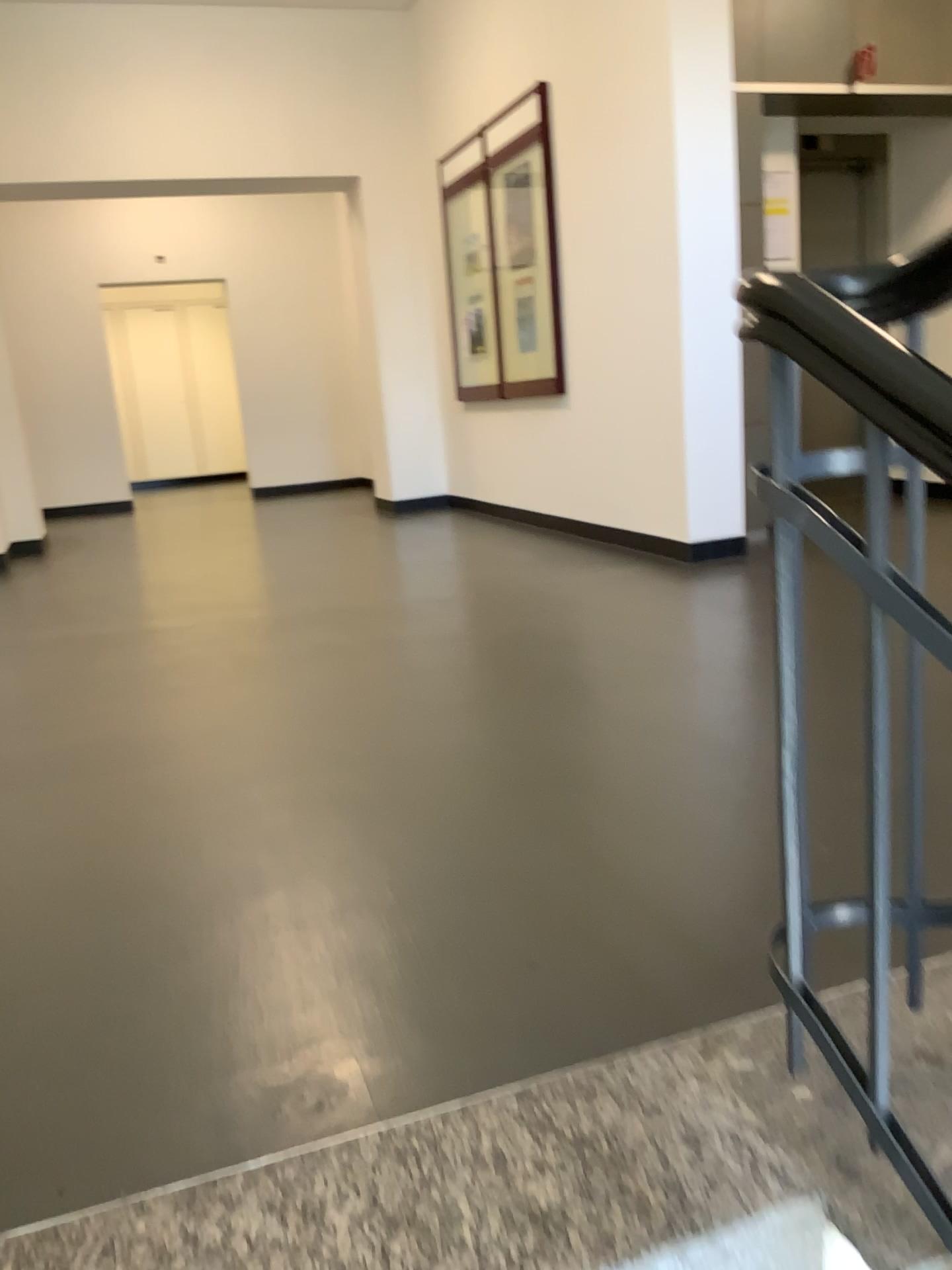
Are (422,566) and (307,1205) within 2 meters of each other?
no
